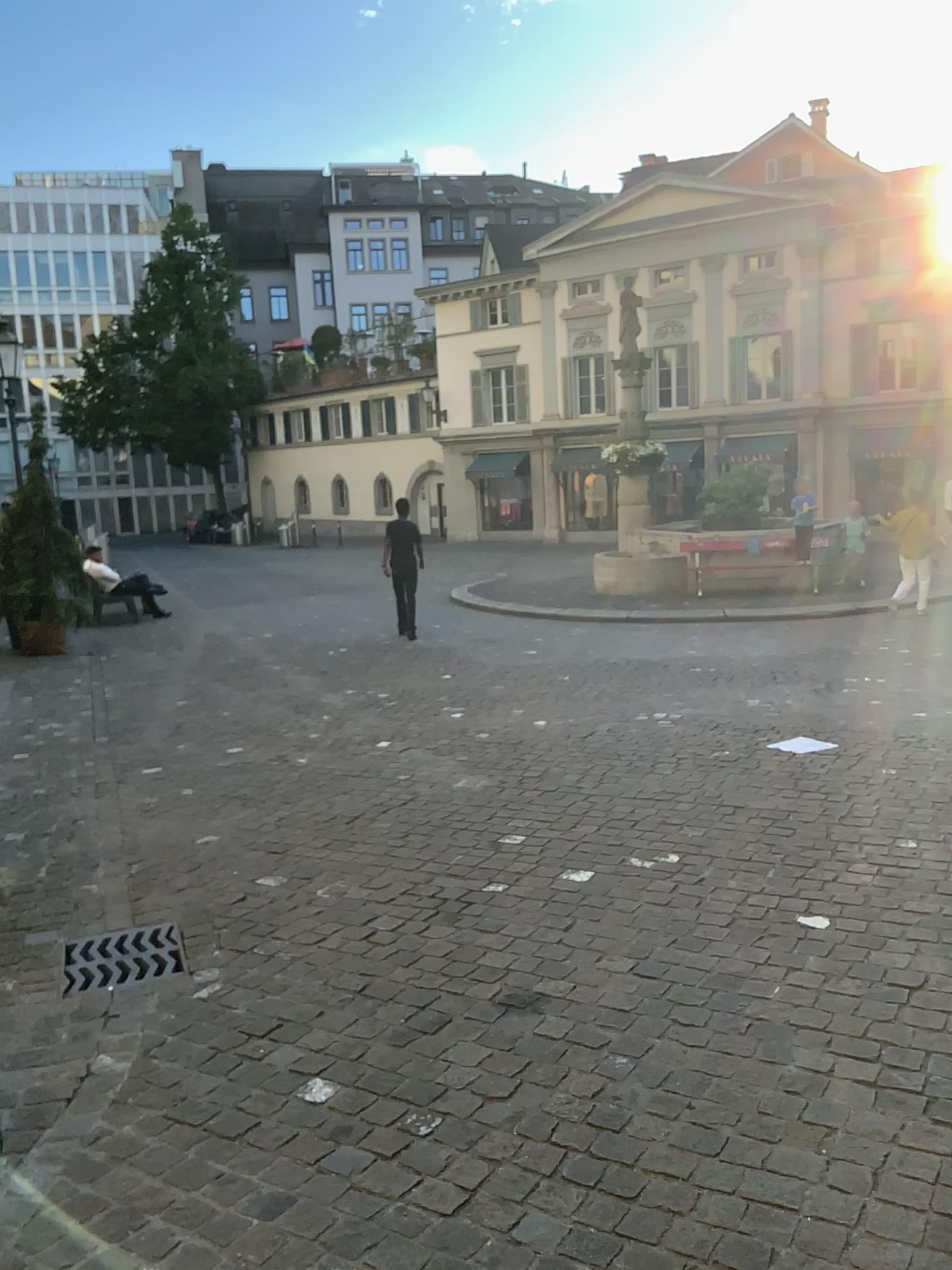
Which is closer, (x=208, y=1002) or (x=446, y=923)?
(x=208, y=1002)
